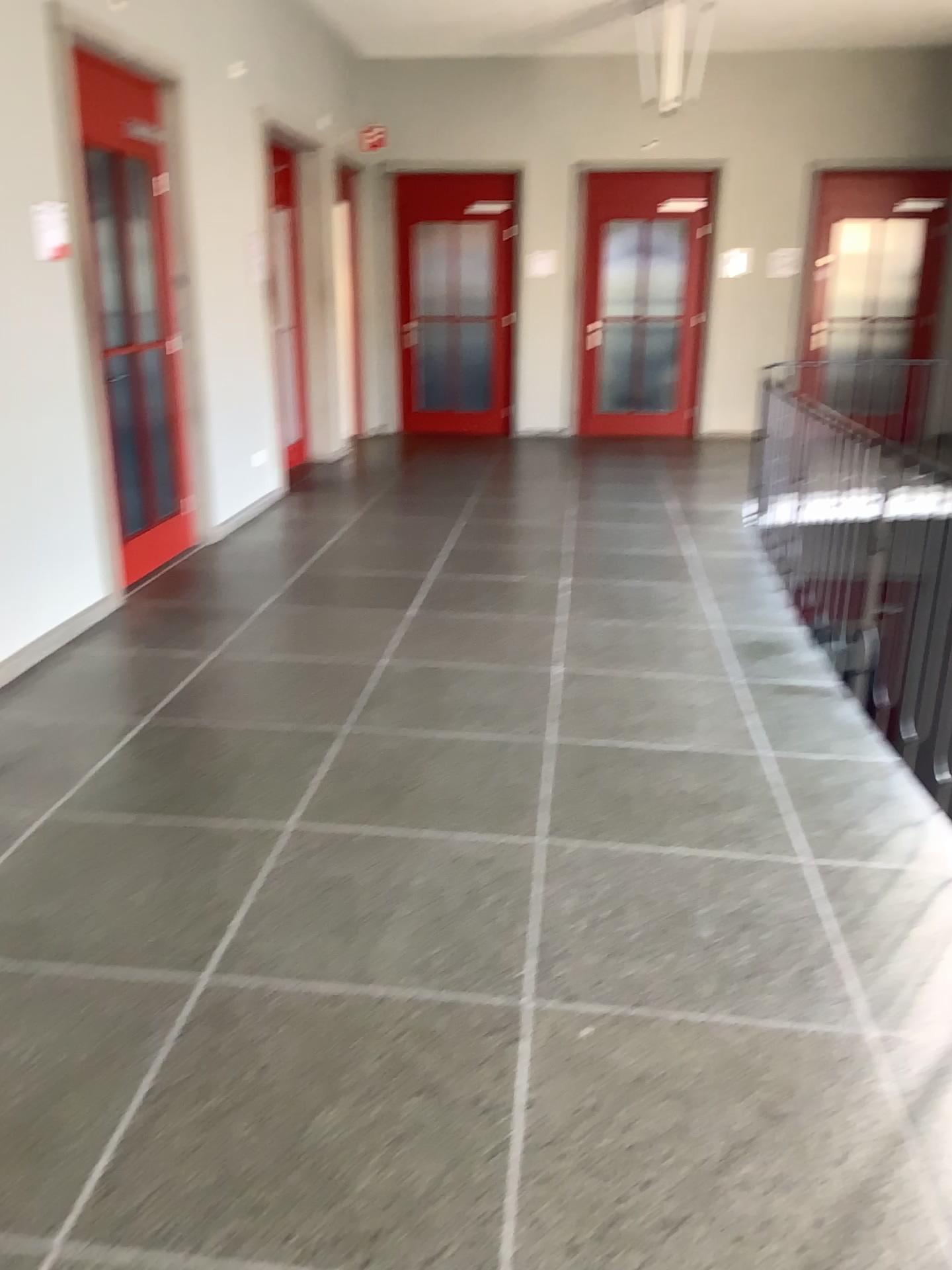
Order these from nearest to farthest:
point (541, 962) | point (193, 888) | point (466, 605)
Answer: point (541, 962) → point (193, 888) → point (466, 605)

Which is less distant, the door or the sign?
the sign

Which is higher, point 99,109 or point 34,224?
point 99,109

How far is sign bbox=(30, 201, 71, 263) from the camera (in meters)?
4.13

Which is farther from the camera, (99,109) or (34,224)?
(99,109)

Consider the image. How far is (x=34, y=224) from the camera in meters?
4.1
